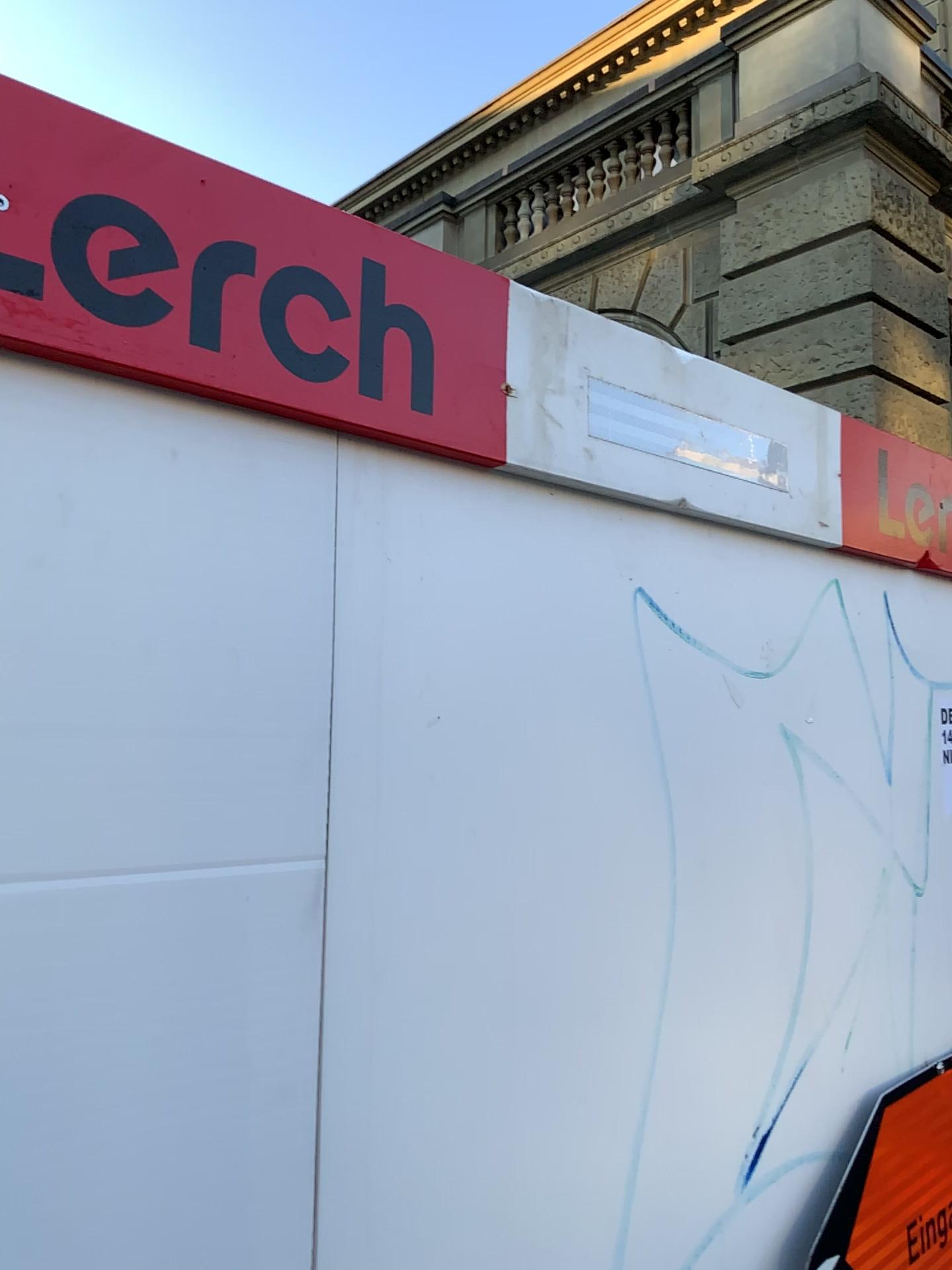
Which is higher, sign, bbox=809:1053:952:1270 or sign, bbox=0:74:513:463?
sign, bbox=0:74:513:463

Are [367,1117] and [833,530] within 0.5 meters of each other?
Result: no

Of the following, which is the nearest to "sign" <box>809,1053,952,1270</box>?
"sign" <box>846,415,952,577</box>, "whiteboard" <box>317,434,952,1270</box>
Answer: "whiteboard" <box>317,434,952,1270</box>

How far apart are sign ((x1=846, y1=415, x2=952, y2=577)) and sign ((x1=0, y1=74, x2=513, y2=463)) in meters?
0.5 m

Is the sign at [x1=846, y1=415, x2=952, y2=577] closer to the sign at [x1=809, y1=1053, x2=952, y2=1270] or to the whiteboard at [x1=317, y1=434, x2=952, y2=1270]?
the whiteboard at [x1=317, y1=434, x2=952, y2=1270]

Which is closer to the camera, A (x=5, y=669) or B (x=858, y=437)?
A (x=5, y=669)

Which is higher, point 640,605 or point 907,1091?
point 640,605

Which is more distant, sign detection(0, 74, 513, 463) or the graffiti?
the graffiti

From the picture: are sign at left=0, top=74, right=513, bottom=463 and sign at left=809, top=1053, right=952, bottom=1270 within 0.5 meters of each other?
no

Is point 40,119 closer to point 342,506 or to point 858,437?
point 342,506
